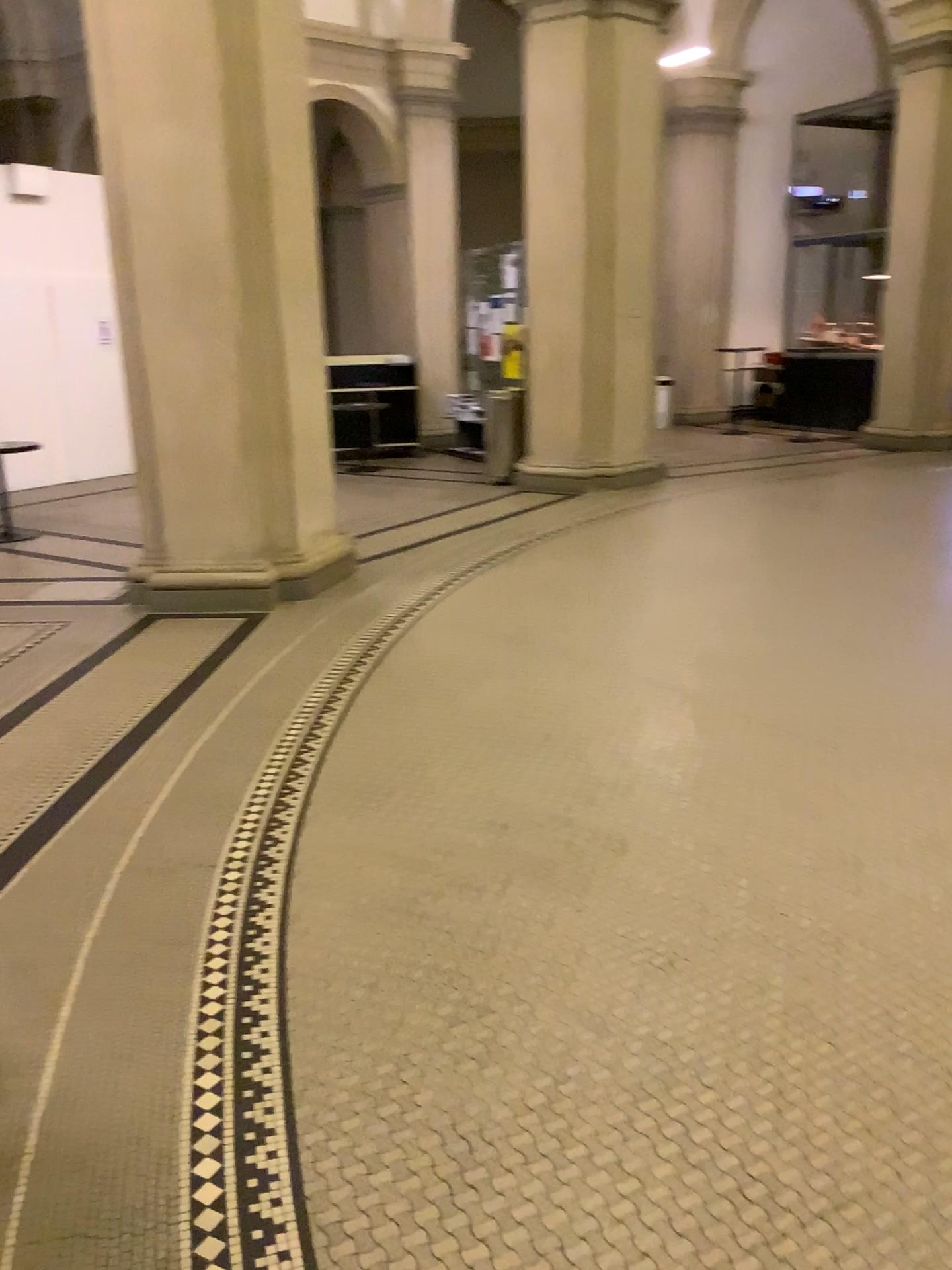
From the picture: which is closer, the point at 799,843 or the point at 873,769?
the point at 799,843
